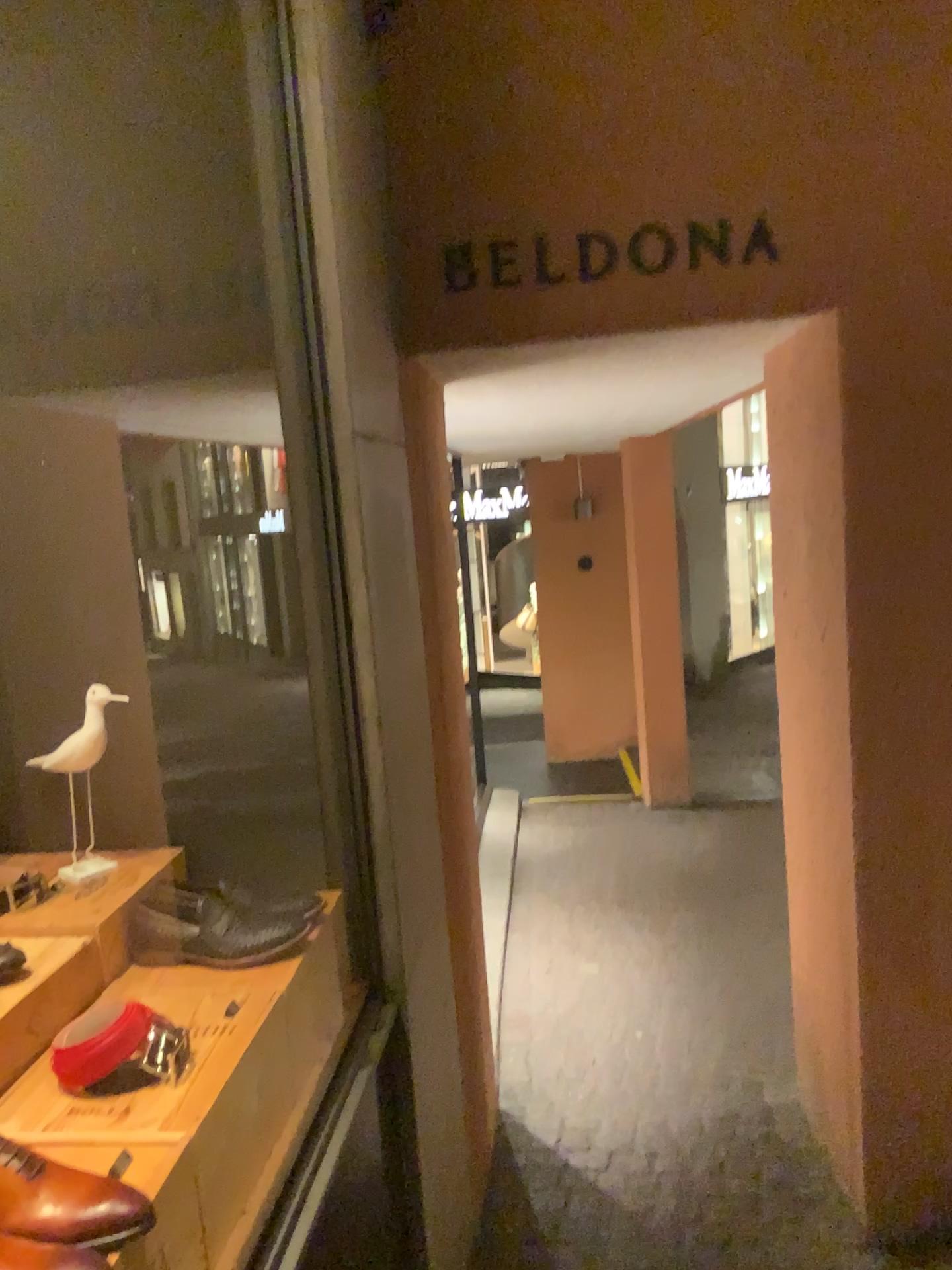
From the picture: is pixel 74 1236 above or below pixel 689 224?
below

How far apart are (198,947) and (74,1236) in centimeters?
64cm

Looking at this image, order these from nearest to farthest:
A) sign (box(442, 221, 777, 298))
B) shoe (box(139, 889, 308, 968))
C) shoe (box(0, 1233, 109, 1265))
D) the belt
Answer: shoe (box(0, 1233, 109, 1265)) → the belt → shoe (box(139, 889, 308, 968)) → sign (box(442, 221, 777, 298))

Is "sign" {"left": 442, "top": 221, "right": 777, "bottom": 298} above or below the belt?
above

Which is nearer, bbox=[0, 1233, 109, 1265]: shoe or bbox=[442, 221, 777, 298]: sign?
bbox=[0, 1233, 109, 1265]: shoe

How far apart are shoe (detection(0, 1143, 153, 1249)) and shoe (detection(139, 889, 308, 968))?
0.49m

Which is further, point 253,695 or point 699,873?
point 699,873

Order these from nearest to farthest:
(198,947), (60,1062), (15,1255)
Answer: (15,1255) < (60,1062) < (198,947)

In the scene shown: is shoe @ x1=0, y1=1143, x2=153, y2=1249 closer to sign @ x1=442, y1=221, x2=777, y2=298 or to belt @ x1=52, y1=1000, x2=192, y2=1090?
belt @ x1=52, y1=1000, x2=192, y2=1090

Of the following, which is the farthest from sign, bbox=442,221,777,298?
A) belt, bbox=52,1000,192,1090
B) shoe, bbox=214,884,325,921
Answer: belt, bbox=52,1000,192,1090
